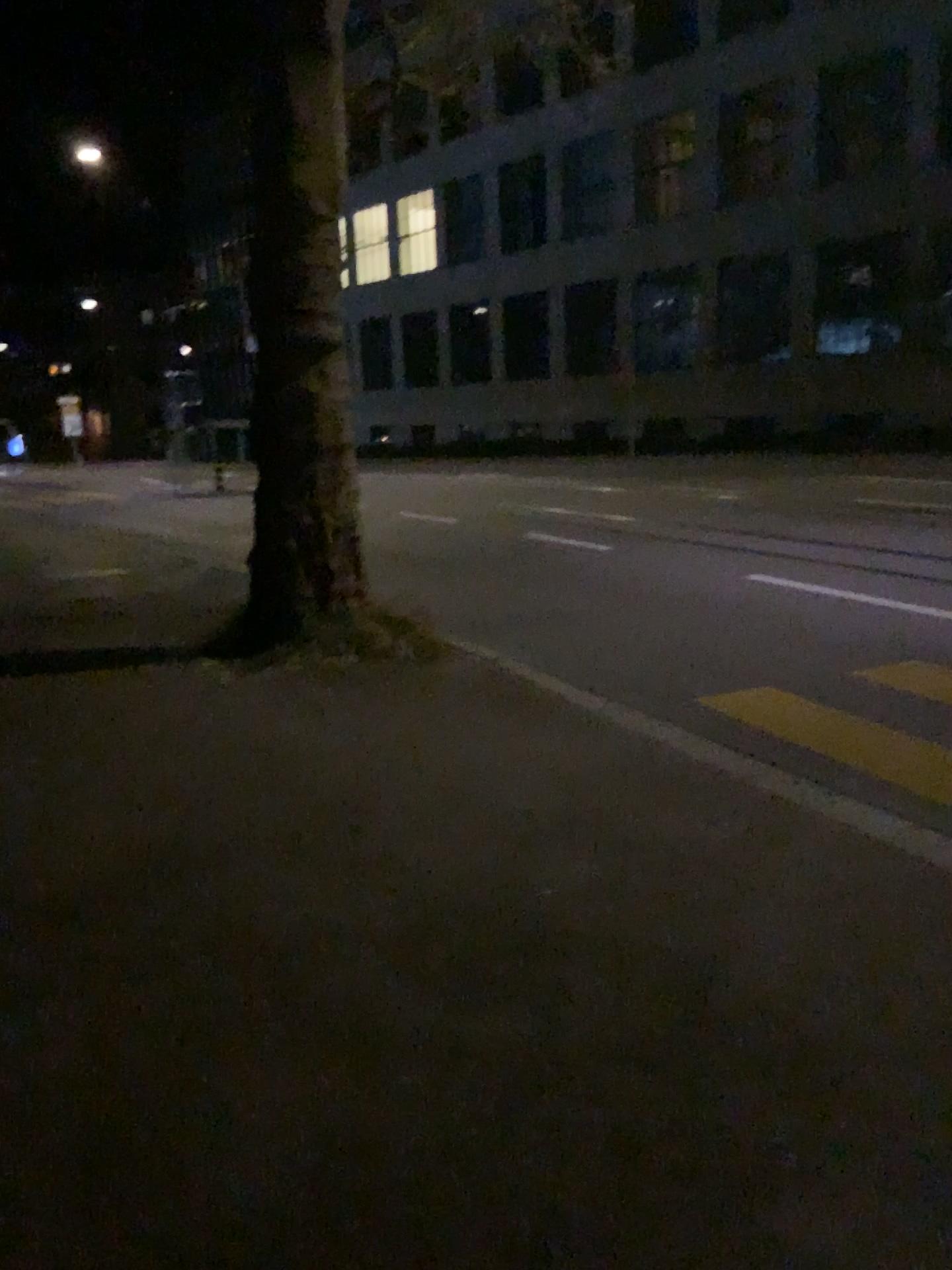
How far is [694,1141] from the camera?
2.3 meters
